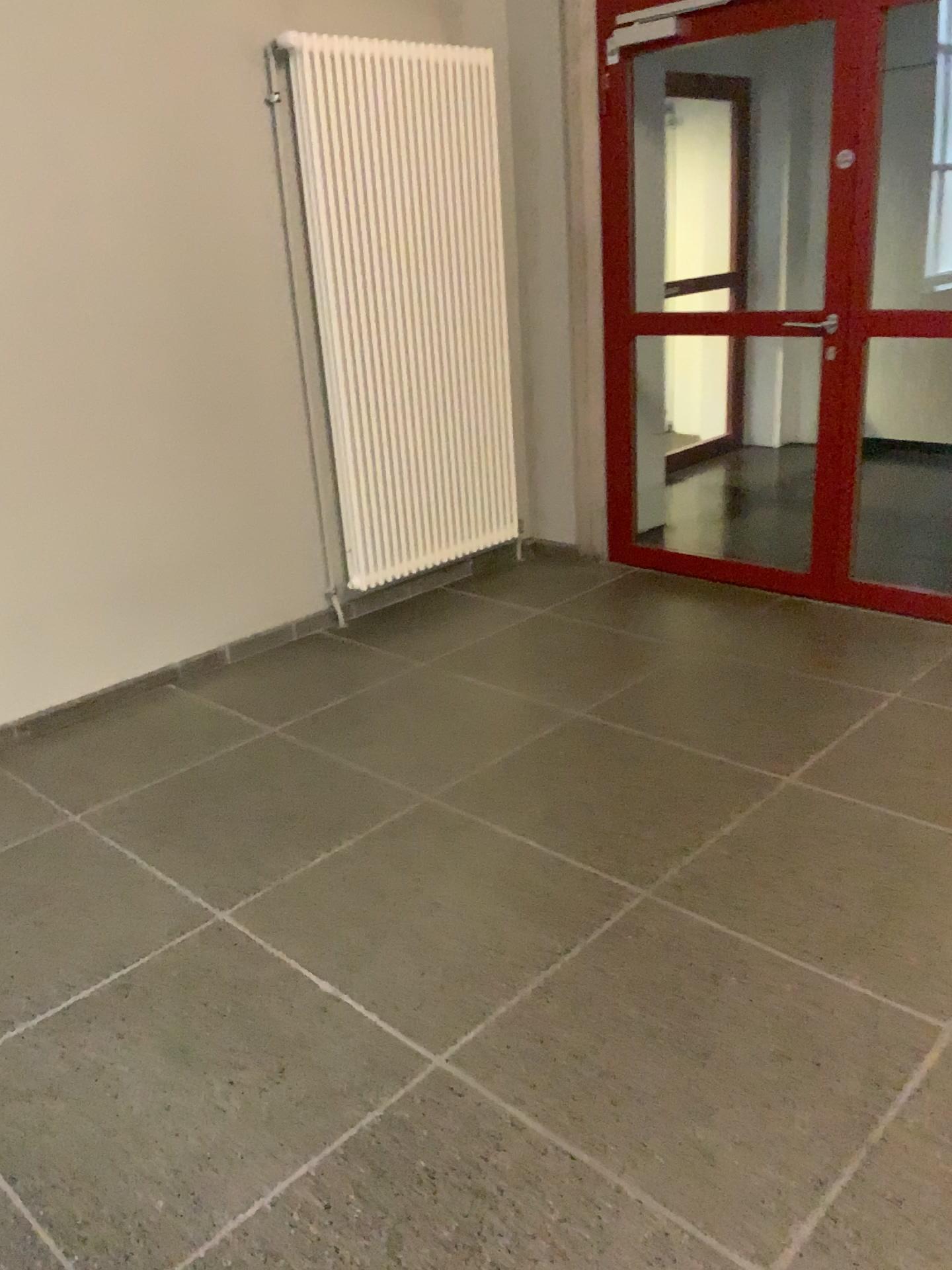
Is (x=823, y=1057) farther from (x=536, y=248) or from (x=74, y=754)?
(x=536, y=248)
